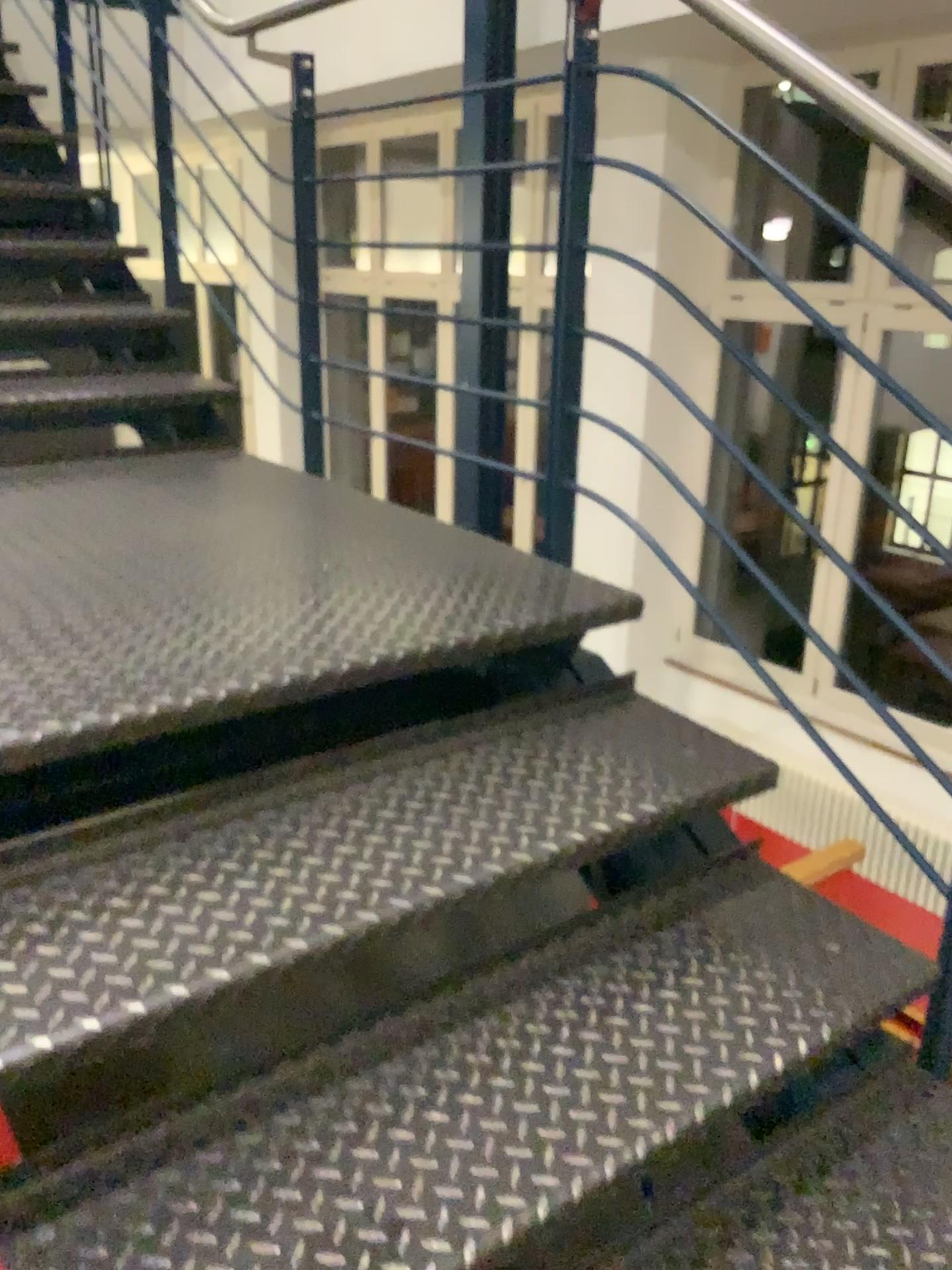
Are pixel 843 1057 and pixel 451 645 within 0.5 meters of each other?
no
